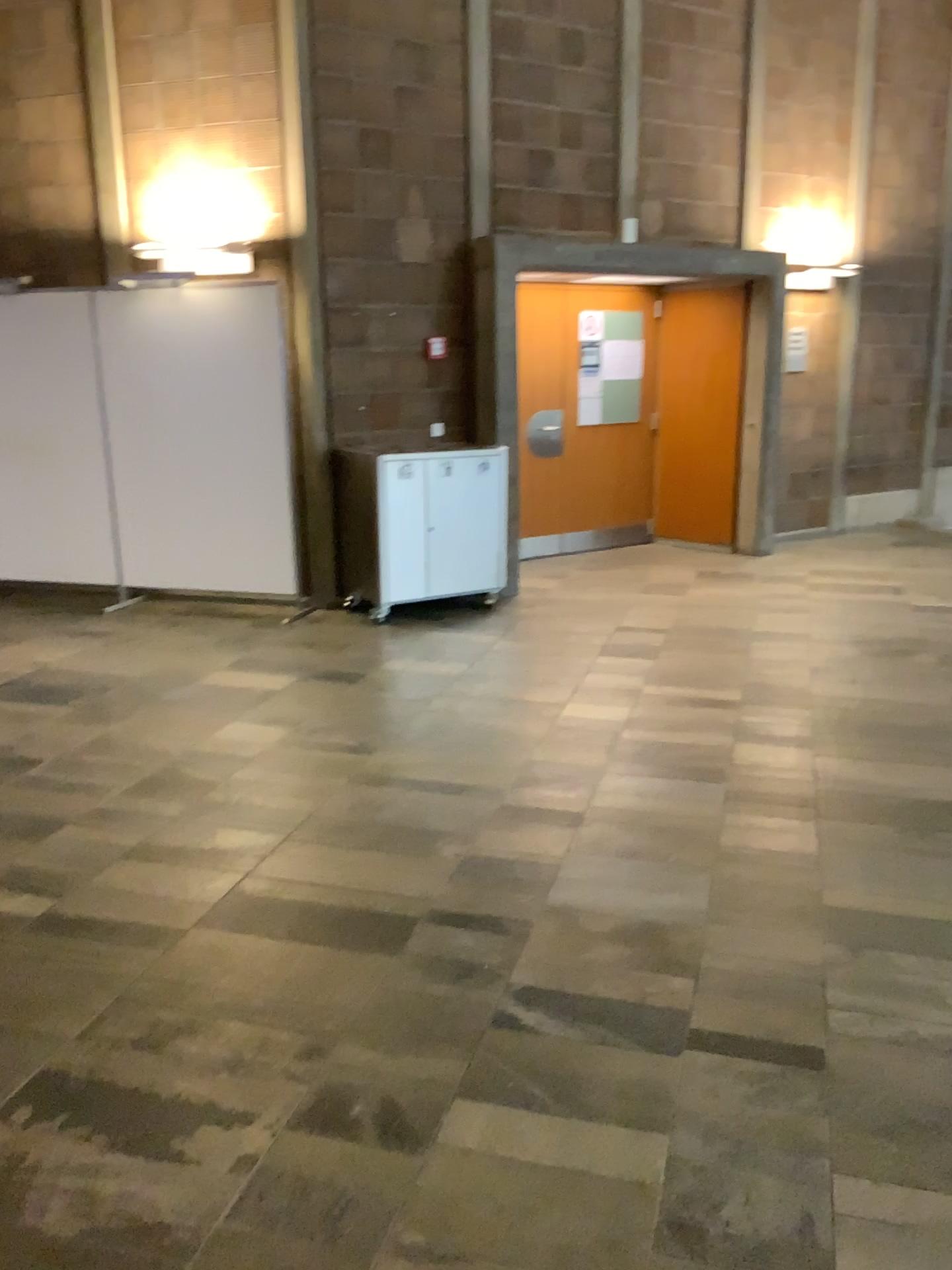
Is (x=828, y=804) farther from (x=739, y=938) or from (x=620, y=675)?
(x=620, y=675)
